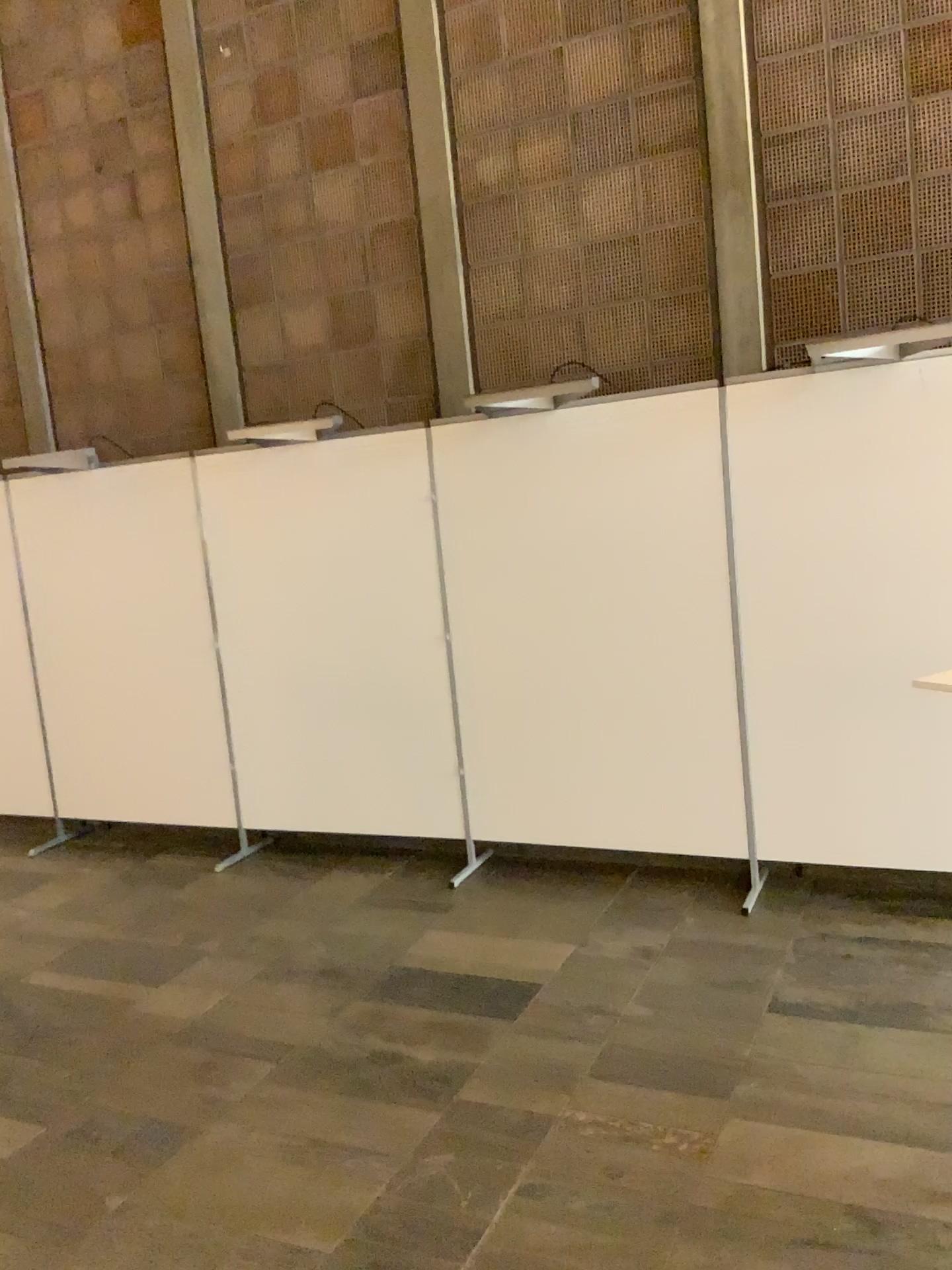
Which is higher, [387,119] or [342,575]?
[387,119]

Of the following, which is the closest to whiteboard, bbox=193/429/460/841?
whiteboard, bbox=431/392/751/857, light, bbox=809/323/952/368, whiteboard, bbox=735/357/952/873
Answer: whiteboard, bbox=431/392/751/857

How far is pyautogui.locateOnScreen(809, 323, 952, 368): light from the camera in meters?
3.7

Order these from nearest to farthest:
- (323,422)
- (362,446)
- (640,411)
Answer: (640,411), (362,446), (323,422)

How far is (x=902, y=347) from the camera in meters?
3.7 m

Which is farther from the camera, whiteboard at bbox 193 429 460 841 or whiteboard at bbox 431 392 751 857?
whiteboard at bbox 193 429 460 841

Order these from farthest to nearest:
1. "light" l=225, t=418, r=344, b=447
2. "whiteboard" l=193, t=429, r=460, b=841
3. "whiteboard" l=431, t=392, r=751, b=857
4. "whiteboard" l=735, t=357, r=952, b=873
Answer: "light" l=225, t=418, r=344, b=447 → "whiteboard" l=193, t=429, r=460, b=841 → "whiteboard" l=431, t=392, r=751, b=857 → "whiteboard" l=735, t=357, r=952, b=873

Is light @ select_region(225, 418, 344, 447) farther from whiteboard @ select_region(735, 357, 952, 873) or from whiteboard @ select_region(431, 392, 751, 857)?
whiteboard @ select_region(735, 357, 952, 873)

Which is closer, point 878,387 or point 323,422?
point 878,387

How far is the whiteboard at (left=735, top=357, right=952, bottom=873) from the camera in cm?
365
